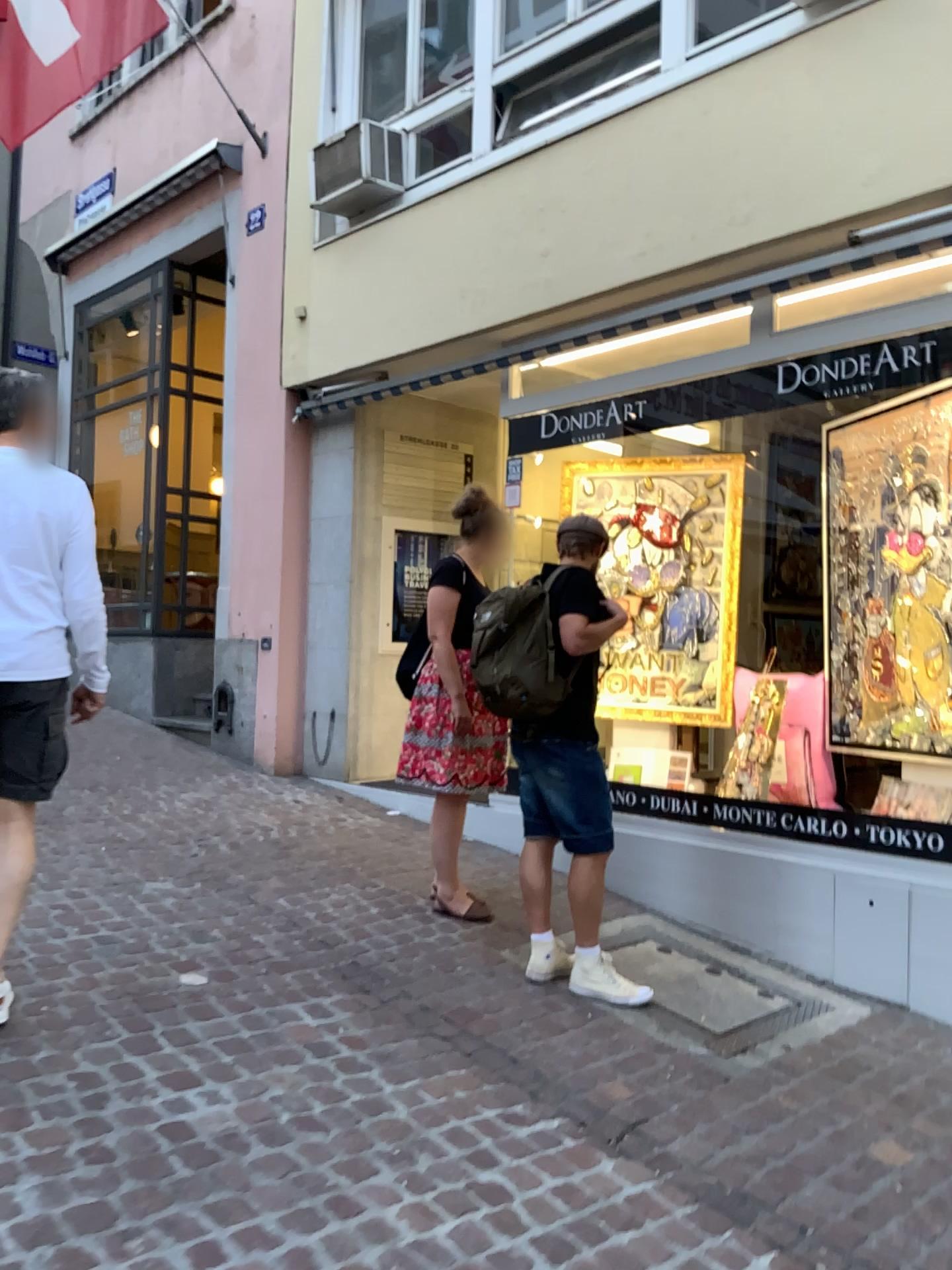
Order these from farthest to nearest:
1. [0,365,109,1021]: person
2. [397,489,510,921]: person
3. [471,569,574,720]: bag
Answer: [397,489,510,921]: person < [471,569,574,720]: bag < [0,365,109,1021]: person

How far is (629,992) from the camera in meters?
3.7 m

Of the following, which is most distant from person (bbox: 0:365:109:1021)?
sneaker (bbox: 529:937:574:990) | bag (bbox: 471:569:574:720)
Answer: sneaker (bbox: 529:937:574:990)

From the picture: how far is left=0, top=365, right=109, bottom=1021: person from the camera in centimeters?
292cm

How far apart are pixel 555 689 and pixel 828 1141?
1.6m

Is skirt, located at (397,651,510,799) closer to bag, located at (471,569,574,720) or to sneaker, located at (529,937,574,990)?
bag, located at (471,569,574,720)

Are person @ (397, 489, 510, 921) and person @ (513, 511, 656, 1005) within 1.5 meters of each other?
yes

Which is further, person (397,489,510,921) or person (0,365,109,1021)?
person (397,489,510,921)

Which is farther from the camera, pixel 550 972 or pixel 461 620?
pixel 461 620

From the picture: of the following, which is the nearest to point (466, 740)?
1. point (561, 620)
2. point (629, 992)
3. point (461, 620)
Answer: point (461, 620)
